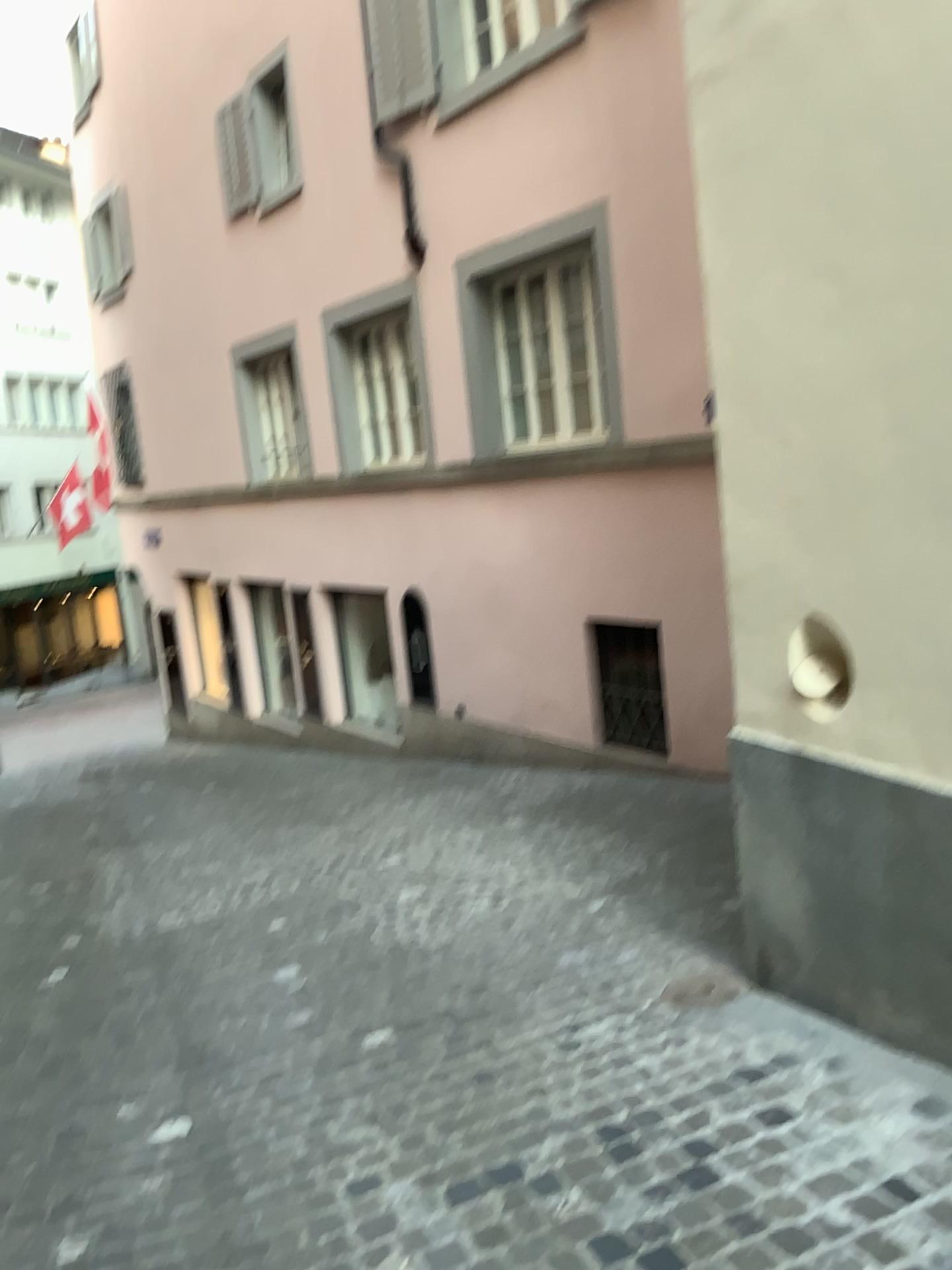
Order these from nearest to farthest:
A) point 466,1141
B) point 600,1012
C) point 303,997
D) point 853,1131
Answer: point 853,1131, point 466,1141, point 600,1012, point 303,997
